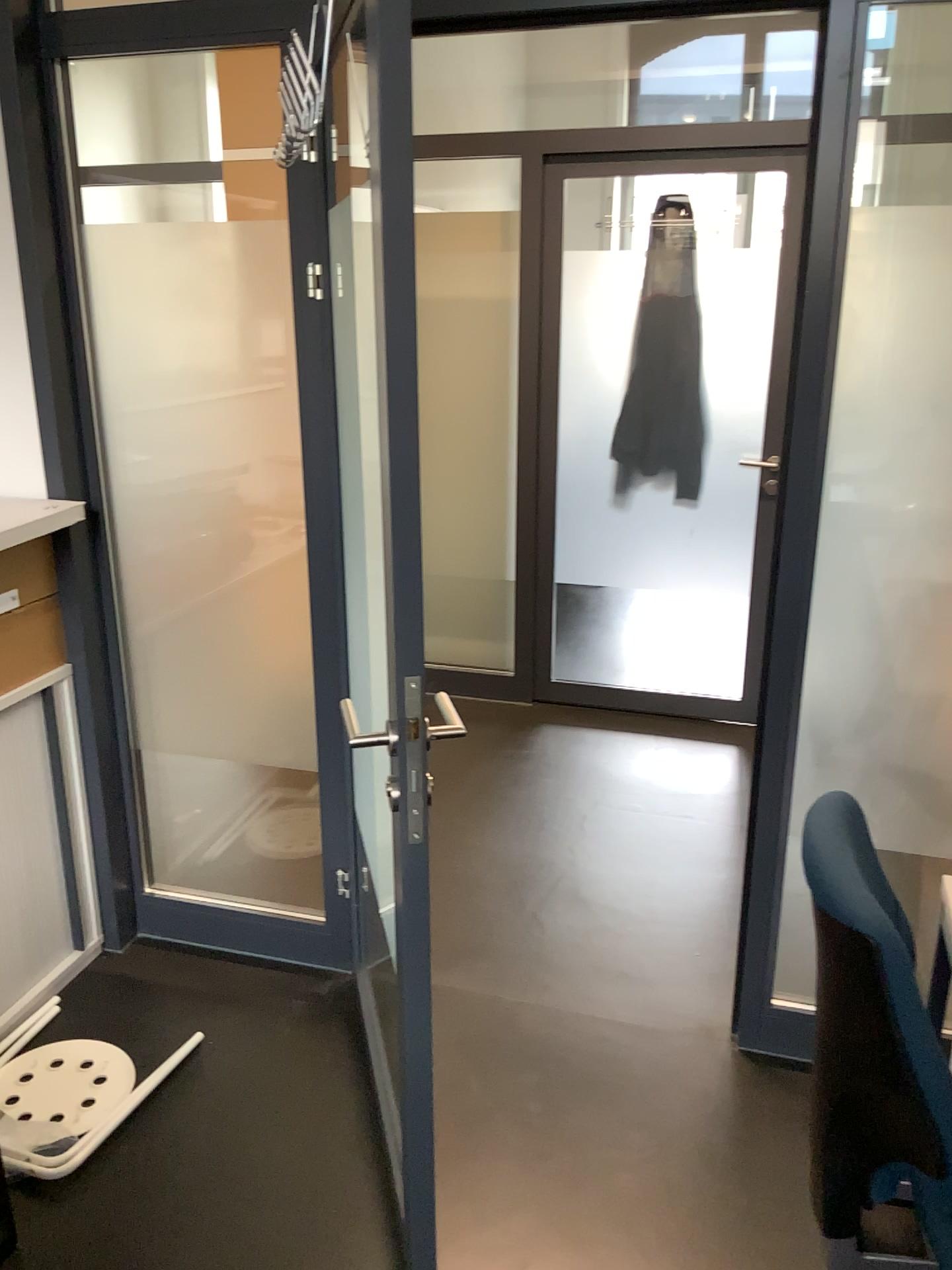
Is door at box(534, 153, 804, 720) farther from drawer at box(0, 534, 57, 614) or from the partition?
drawer at box(0, 534, 57, 614)

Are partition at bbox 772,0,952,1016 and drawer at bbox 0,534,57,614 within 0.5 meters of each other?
no

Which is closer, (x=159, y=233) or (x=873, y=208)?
(x=873, y=208)

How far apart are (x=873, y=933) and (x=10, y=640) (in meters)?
1.85

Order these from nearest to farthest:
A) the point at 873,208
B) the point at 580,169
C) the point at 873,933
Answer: the point at 873,933
the point at 873,208
the point at 580,169

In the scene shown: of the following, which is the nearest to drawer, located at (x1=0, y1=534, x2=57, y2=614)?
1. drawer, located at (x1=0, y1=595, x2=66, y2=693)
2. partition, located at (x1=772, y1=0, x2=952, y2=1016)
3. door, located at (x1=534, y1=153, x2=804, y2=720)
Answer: drawer, located at (x1=0, y1=595, x2=66, y2=693)

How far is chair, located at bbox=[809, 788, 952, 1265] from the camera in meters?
1.3

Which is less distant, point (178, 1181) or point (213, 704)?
point (178, 1181)

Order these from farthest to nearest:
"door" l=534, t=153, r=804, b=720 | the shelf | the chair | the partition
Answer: "door" l=534, t=153, r=804, b=720 < the shelf < the partition < the chair

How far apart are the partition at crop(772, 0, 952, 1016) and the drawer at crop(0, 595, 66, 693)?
1.65m
